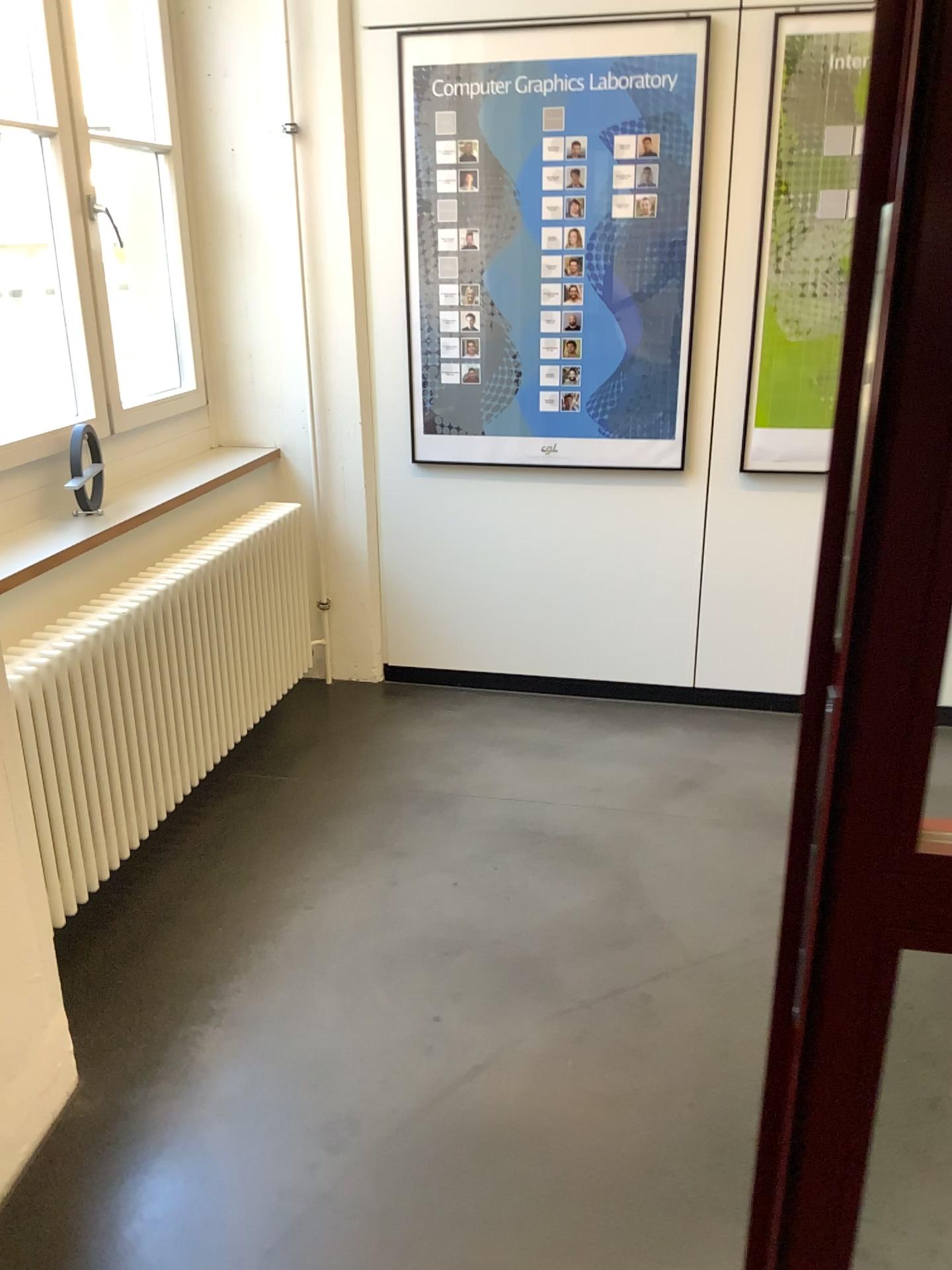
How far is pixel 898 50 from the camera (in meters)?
0.69

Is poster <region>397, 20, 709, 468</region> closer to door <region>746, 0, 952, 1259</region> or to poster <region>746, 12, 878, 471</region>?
poster <region>746, 12, 878, 471</region>

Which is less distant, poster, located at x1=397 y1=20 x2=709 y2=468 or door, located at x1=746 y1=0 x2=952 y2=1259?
door, located at x1=746 y1=0 x2=952 y2=1259

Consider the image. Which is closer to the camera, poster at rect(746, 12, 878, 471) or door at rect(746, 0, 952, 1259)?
door at rect(746, 0, 952, 1259)

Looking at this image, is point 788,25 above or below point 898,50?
above

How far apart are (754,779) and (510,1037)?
1.37m

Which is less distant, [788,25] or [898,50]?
[898,50]

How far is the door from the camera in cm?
69

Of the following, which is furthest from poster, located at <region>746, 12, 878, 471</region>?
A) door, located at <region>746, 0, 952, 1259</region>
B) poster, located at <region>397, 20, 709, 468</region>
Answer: door, located at <region>746, 0, 952, 1259</region>
